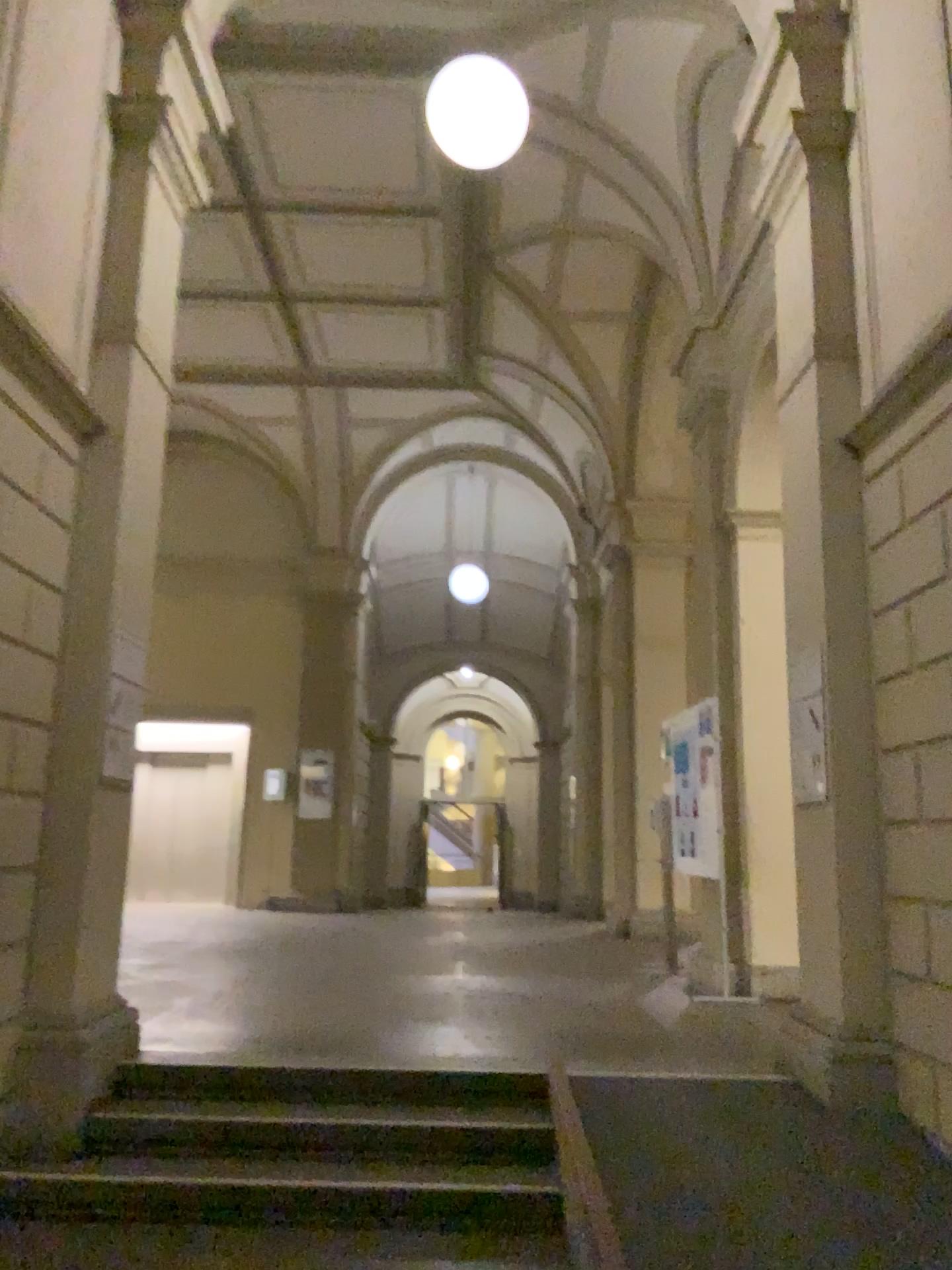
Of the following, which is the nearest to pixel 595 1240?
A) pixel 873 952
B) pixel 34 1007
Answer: pixel 873 952

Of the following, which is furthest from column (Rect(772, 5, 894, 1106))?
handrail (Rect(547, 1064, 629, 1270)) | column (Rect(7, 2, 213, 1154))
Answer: column (Rect(7, 2, 213, 1154))

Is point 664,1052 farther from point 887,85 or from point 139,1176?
point 887,85

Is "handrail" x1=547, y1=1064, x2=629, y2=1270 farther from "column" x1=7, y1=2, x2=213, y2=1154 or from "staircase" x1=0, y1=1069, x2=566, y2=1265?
"column" x1=7, y1=2, x2=213, y2=1154

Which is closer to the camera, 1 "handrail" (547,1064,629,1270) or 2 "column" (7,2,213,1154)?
1 "handrail" (547,1064,629,1270)

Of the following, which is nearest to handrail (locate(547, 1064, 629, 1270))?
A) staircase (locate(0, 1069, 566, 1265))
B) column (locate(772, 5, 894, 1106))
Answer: staircase (locate(0, 1069, 566, 1265))

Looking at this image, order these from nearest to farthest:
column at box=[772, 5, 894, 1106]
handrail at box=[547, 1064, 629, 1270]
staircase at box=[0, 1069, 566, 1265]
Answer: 1. handrail at box=[547, 1064, 629, 1270]
2. staircase at box=[0, 1069, 566, 1265]
3. column at box=[772, 5, 894, 1106]

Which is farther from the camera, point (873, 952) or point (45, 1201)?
point (873, 952)

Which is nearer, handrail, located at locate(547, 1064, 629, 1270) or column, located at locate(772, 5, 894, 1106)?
handrail, located at locate(547, 1064, 629, 1270)

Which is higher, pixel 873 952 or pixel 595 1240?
pixel 873 952
